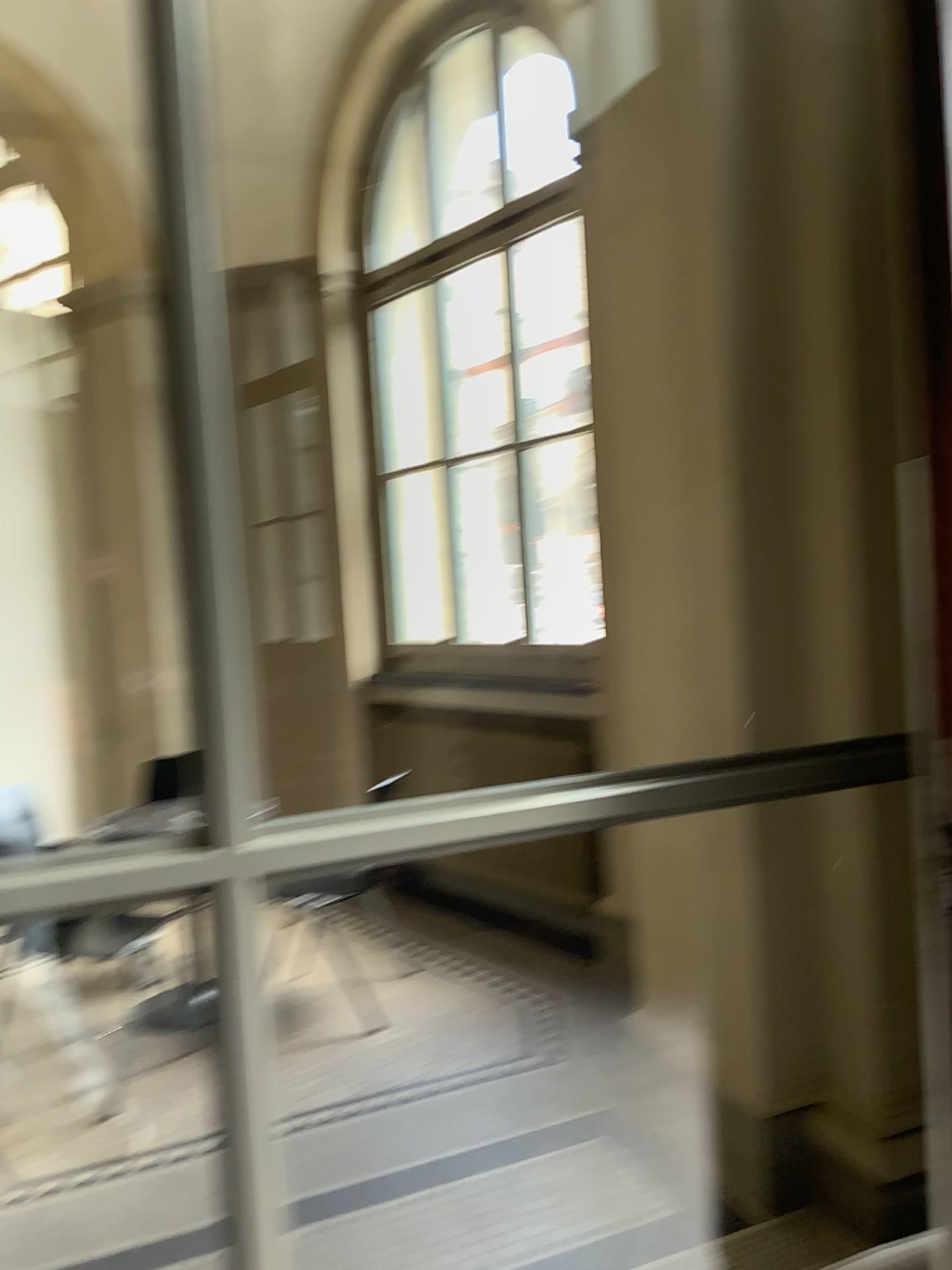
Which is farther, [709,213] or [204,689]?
[709,213]
